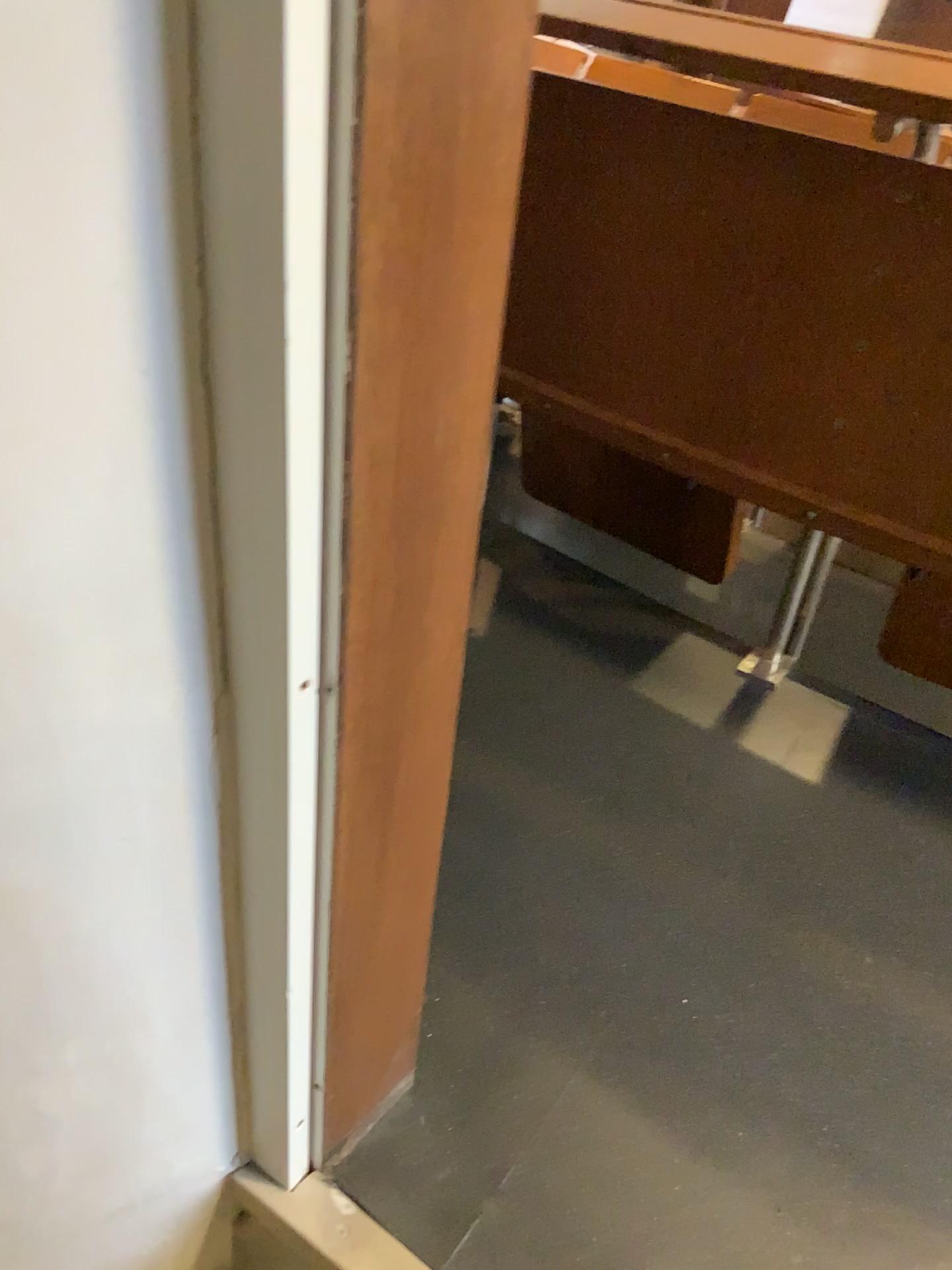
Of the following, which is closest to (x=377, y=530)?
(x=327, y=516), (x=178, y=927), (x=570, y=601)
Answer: (x=327, y=516)

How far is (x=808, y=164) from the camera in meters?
1.2 m

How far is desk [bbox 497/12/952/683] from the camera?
1.2m
